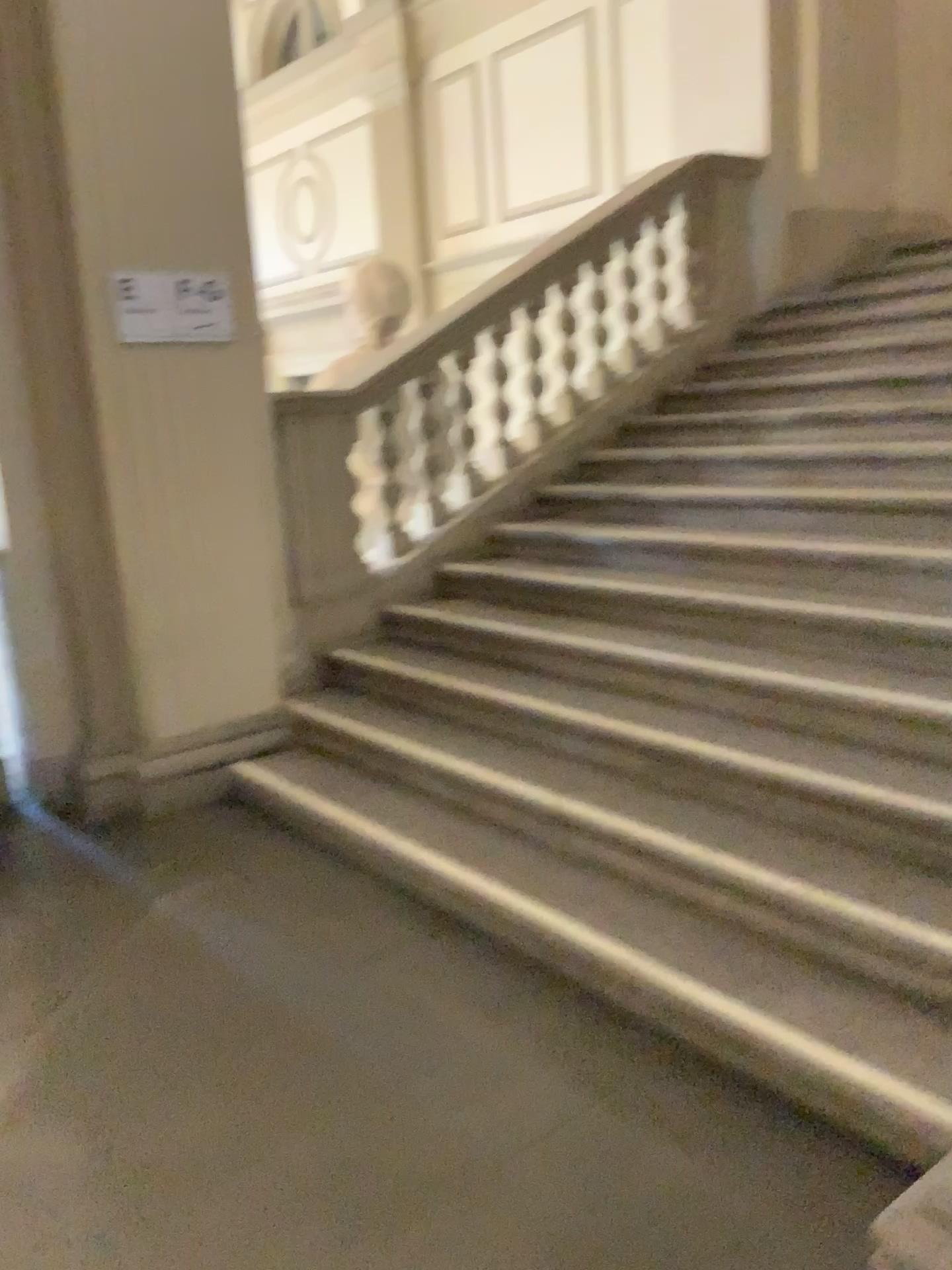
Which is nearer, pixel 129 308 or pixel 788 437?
pixel 129 308

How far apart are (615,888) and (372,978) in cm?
68

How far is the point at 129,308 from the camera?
3.74m

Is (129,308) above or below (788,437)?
above

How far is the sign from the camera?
3.7 meters

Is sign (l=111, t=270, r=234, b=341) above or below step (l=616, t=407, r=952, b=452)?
above

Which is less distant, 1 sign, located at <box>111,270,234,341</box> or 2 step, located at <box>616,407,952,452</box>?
1 sign, located at <box>111,270,234,341</box>
